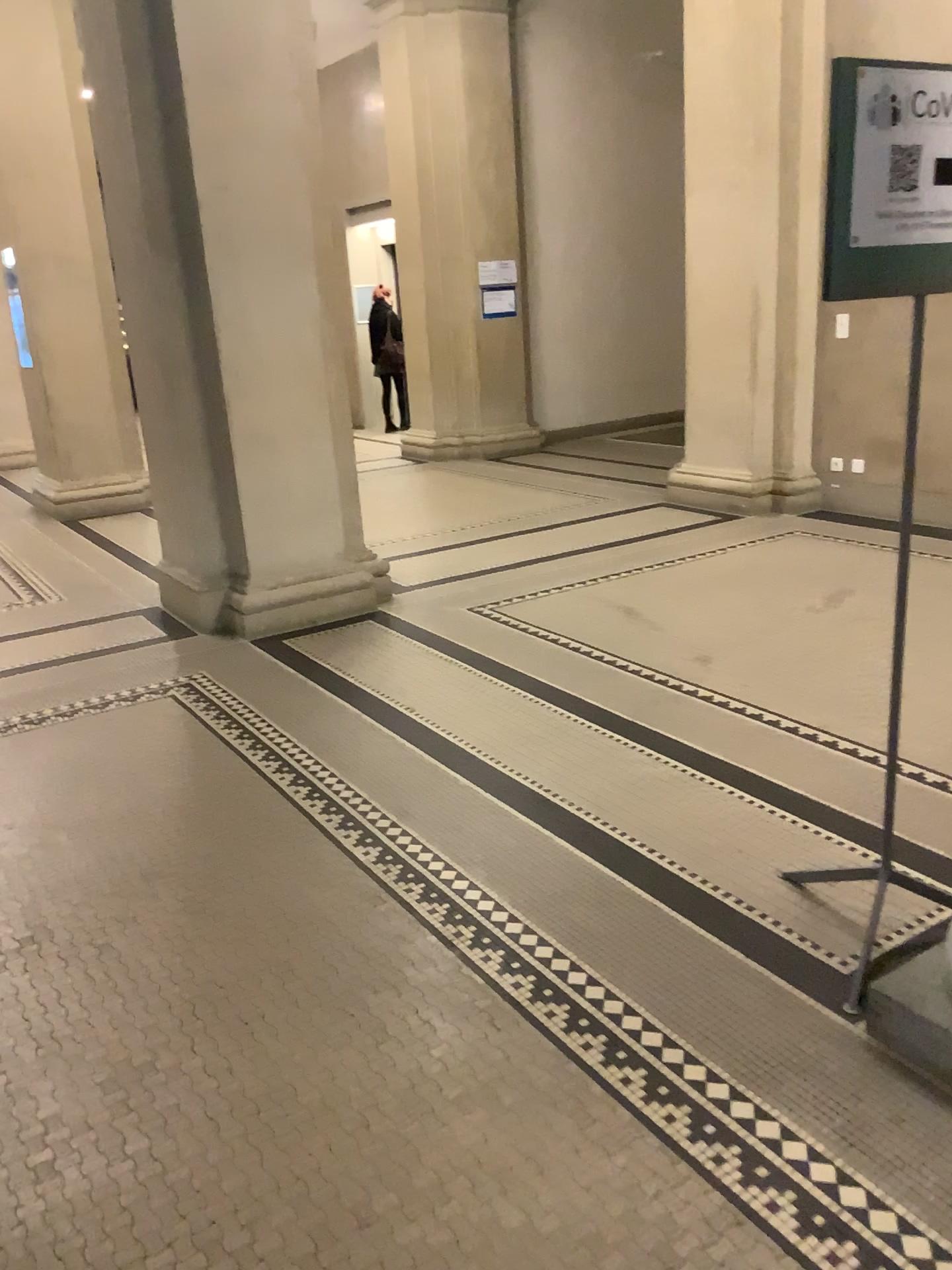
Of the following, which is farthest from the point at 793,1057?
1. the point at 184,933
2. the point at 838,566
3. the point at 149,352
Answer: the point at 149,352

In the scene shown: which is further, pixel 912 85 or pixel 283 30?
pixel 283 30

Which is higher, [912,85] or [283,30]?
[283,30]

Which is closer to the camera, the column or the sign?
the sign
